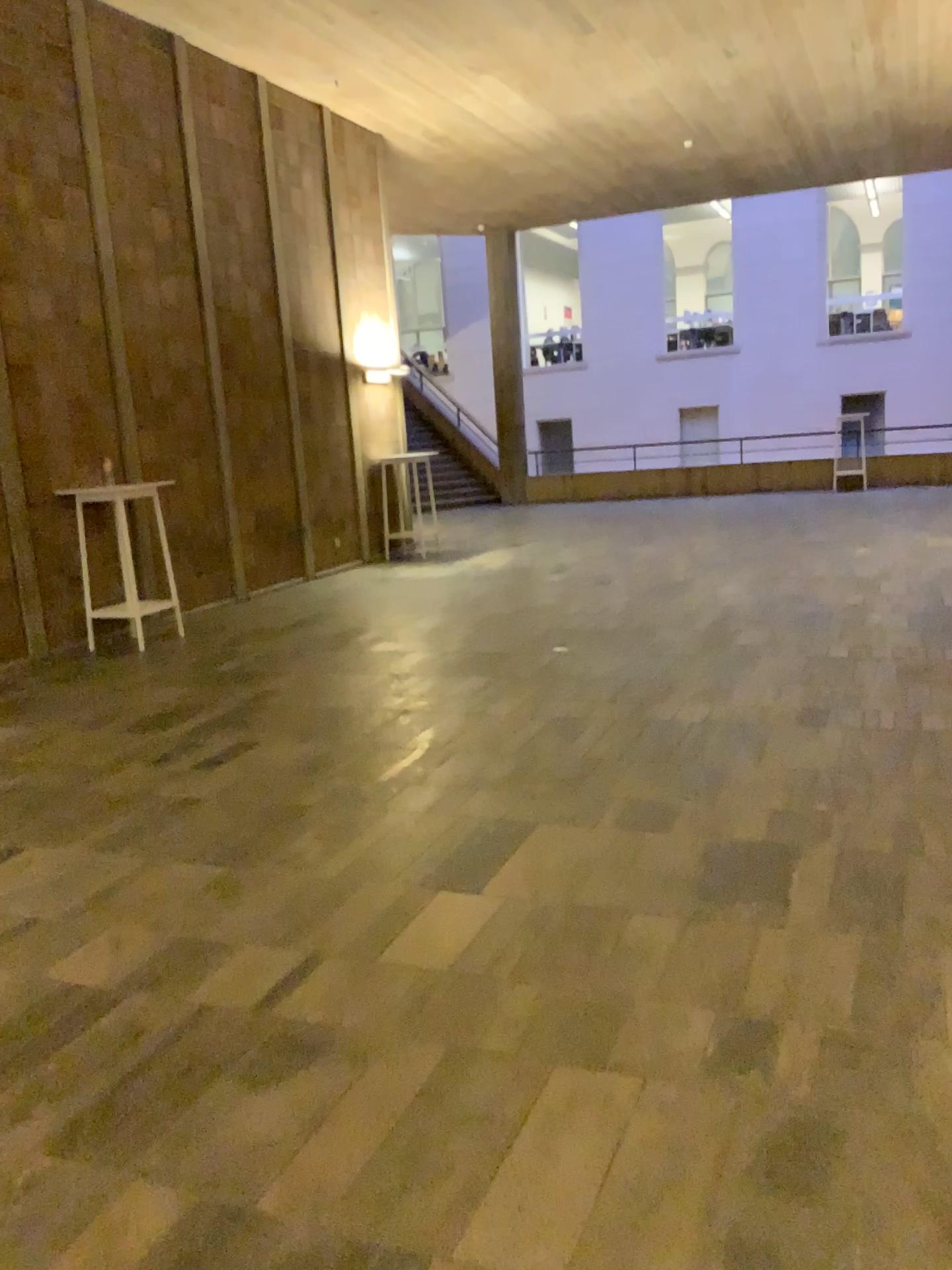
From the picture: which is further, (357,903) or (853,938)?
(357,903)
